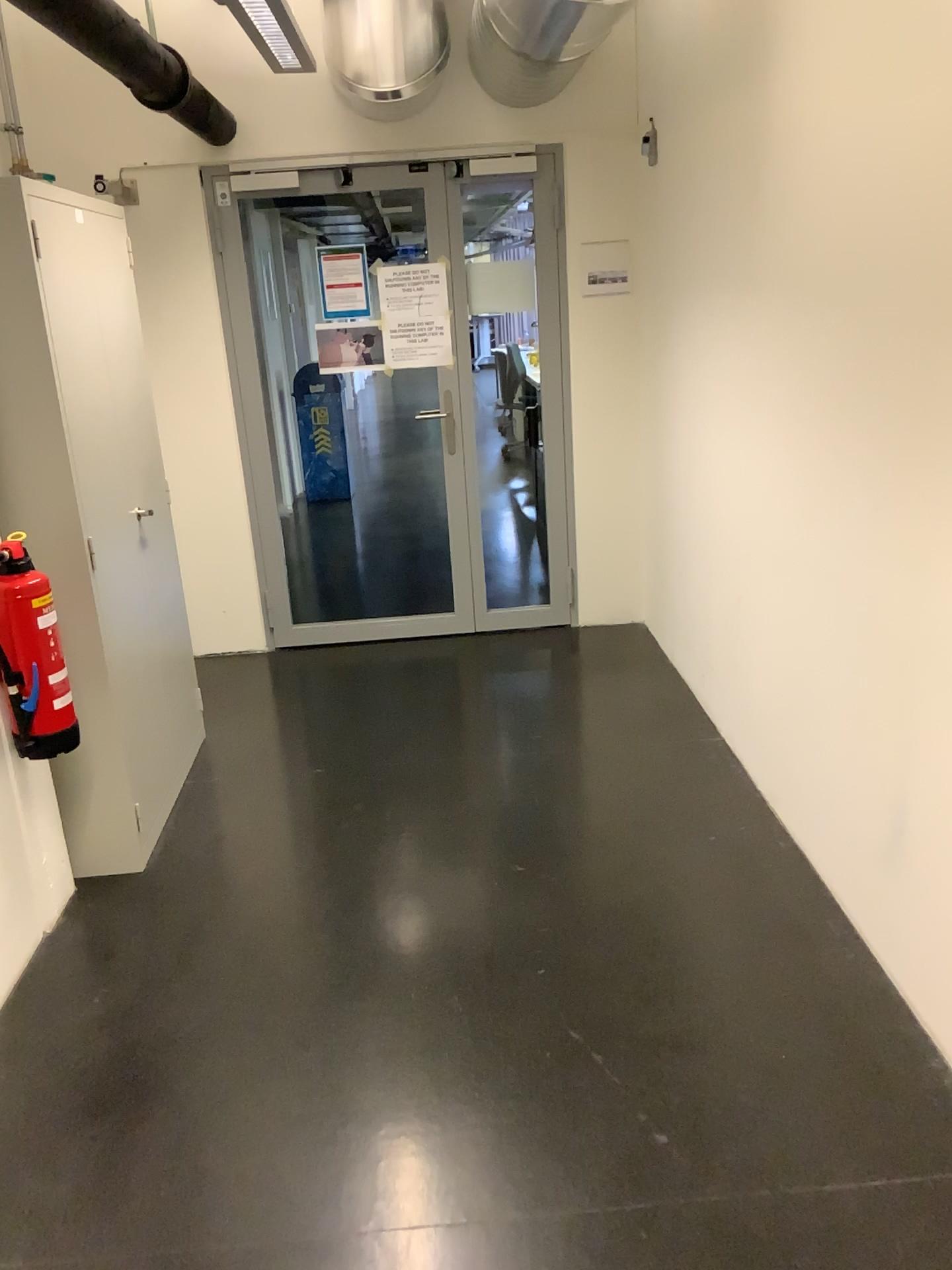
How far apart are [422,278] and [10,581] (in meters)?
2.61

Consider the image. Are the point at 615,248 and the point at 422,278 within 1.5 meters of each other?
yes

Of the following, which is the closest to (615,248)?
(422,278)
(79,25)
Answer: (422,278)

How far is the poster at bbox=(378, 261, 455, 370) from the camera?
4.6m

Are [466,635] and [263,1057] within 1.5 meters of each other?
no

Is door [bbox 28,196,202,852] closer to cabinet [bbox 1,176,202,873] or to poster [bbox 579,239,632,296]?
cabinet [bbox 1,176,202,873]

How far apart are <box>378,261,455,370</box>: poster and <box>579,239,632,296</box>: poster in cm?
64

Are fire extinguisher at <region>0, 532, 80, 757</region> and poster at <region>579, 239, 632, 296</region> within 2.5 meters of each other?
no

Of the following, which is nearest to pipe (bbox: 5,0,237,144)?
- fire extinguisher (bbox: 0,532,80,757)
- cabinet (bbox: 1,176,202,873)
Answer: cabinet (bbox: 1,176,202,873)

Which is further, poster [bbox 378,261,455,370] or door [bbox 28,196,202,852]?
poster [bbox 378,261,455,370]
